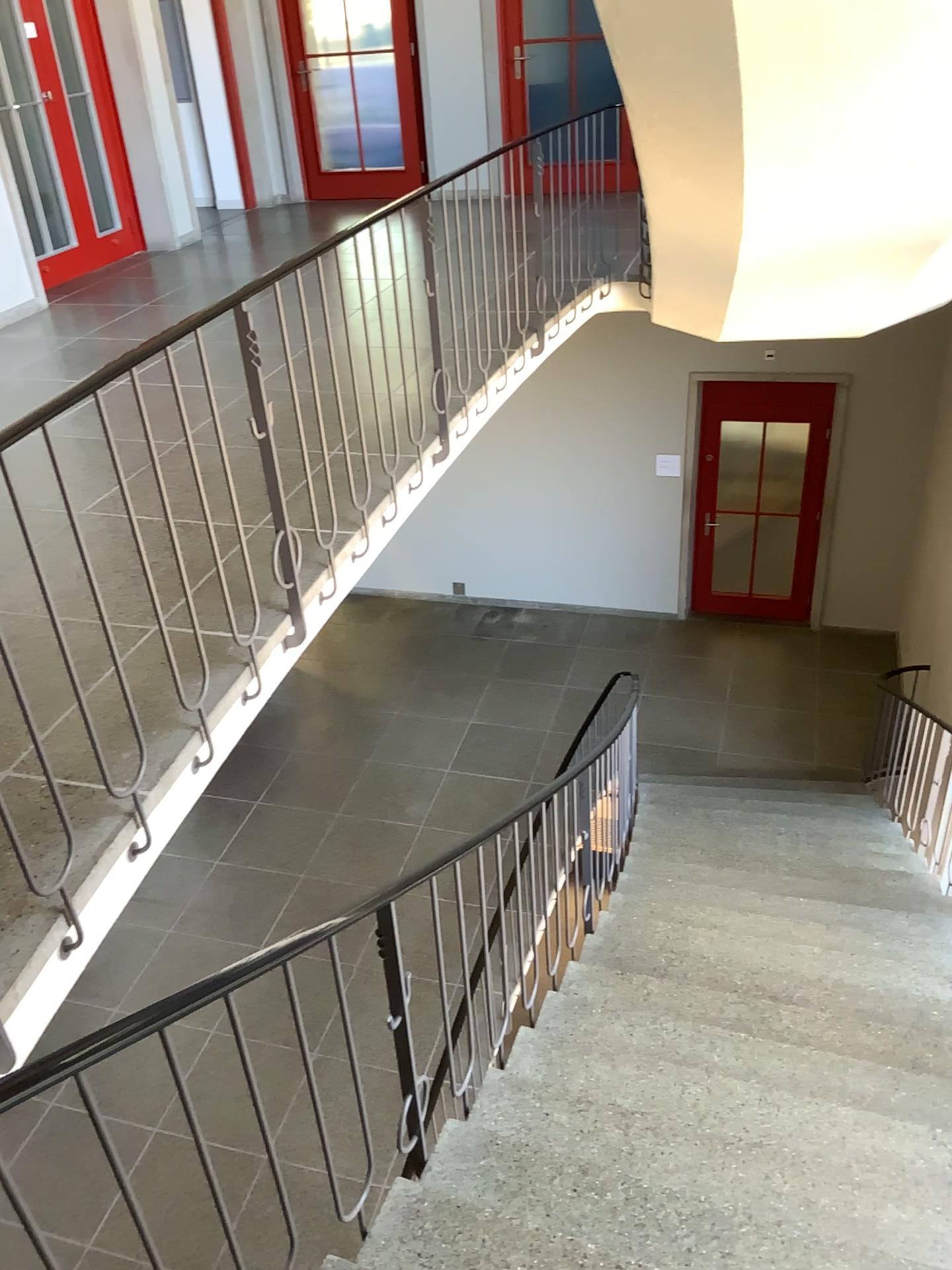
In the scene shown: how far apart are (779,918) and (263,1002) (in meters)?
3.37
